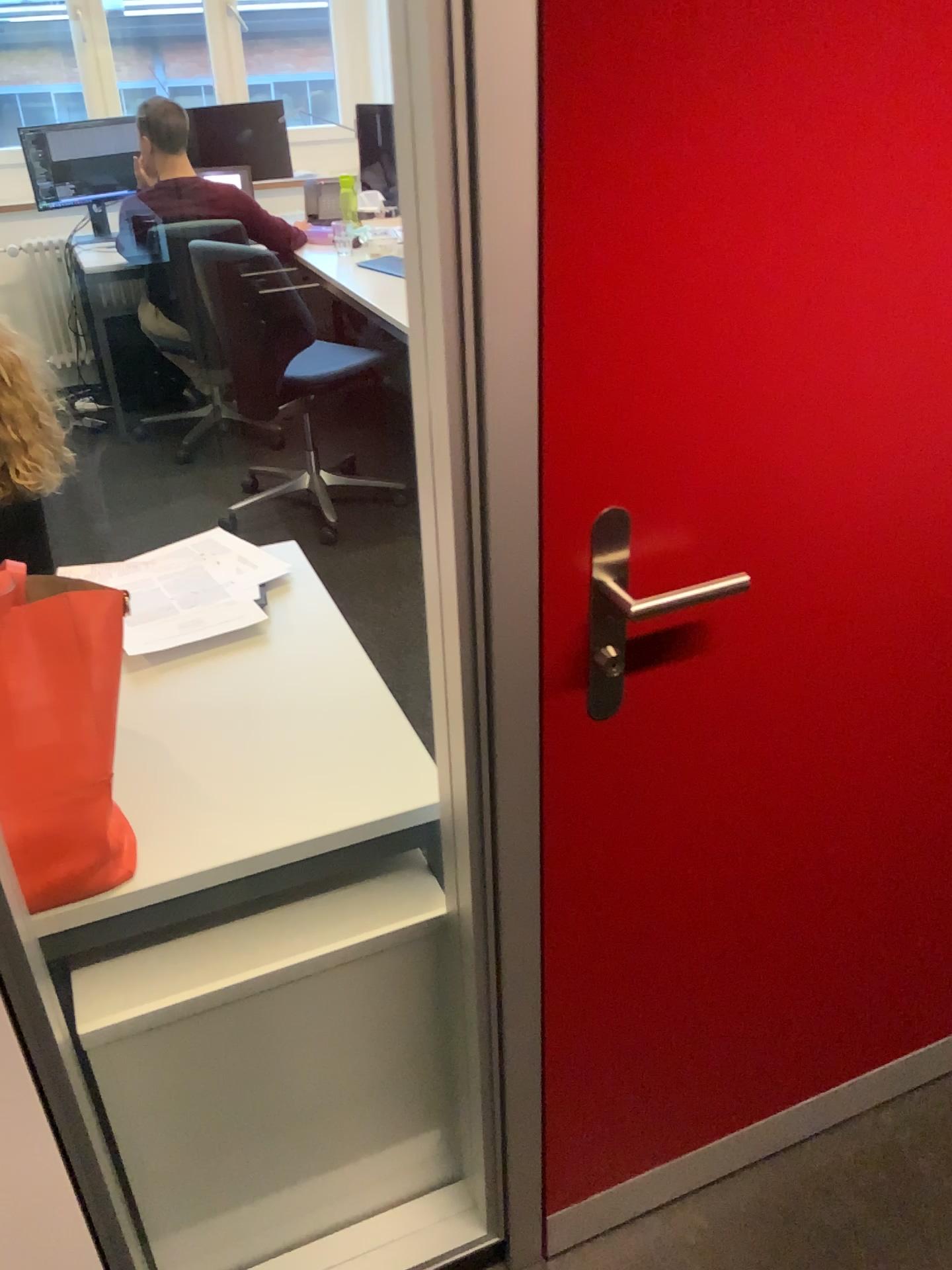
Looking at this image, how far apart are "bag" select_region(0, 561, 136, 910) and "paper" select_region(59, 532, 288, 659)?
0.39m

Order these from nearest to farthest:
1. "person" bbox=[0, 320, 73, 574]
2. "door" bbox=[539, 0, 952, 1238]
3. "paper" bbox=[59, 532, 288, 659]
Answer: "door" bbox=[539, 0, 952, 1238]
"paper" bbox=[59, 532, 288, 659]
"person" bbox=[0, 320, 73, 574]

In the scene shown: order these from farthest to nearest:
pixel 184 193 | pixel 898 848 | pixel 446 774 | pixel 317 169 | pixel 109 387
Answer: pixel 317 169 → pixel 109 387 → pixel 184 193 → pixel 898 848 → pixel 446 774

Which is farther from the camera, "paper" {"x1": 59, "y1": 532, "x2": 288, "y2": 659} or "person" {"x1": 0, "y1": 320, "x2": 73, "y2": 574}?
"person" {"x1": 0, "y1": 320, "x2": 73, "y2": 574}

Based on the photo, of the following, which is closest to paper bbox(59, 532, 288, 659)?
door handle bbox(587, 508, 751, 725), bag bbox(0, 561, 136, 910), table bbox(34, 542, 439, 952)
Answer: table bbox(34, 542, 439, 952)

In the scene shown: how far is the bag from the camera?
1.1 meters

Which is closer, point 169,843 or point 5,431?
point 169,843

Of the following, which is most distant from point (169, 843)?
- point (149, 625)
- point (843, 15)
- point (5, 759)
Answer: point (843, 15)

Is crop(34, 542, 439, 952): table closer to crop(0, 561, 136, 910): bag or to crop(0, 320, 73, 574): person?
crop(0, 561, 136, 910): bag

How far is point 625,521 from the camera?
0.98m
